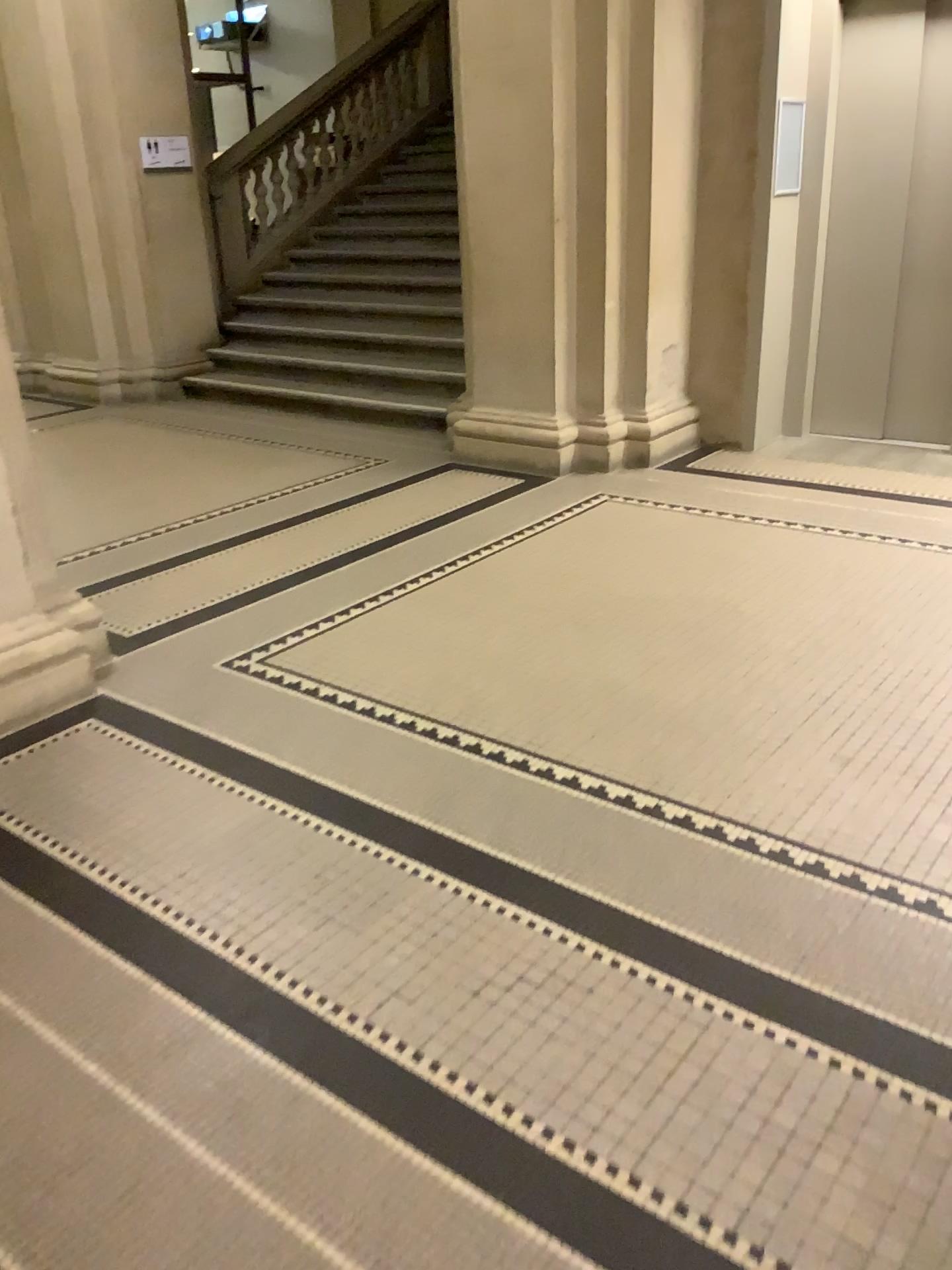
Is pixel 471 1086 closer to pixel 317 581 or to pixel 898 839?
pixel 898 839
